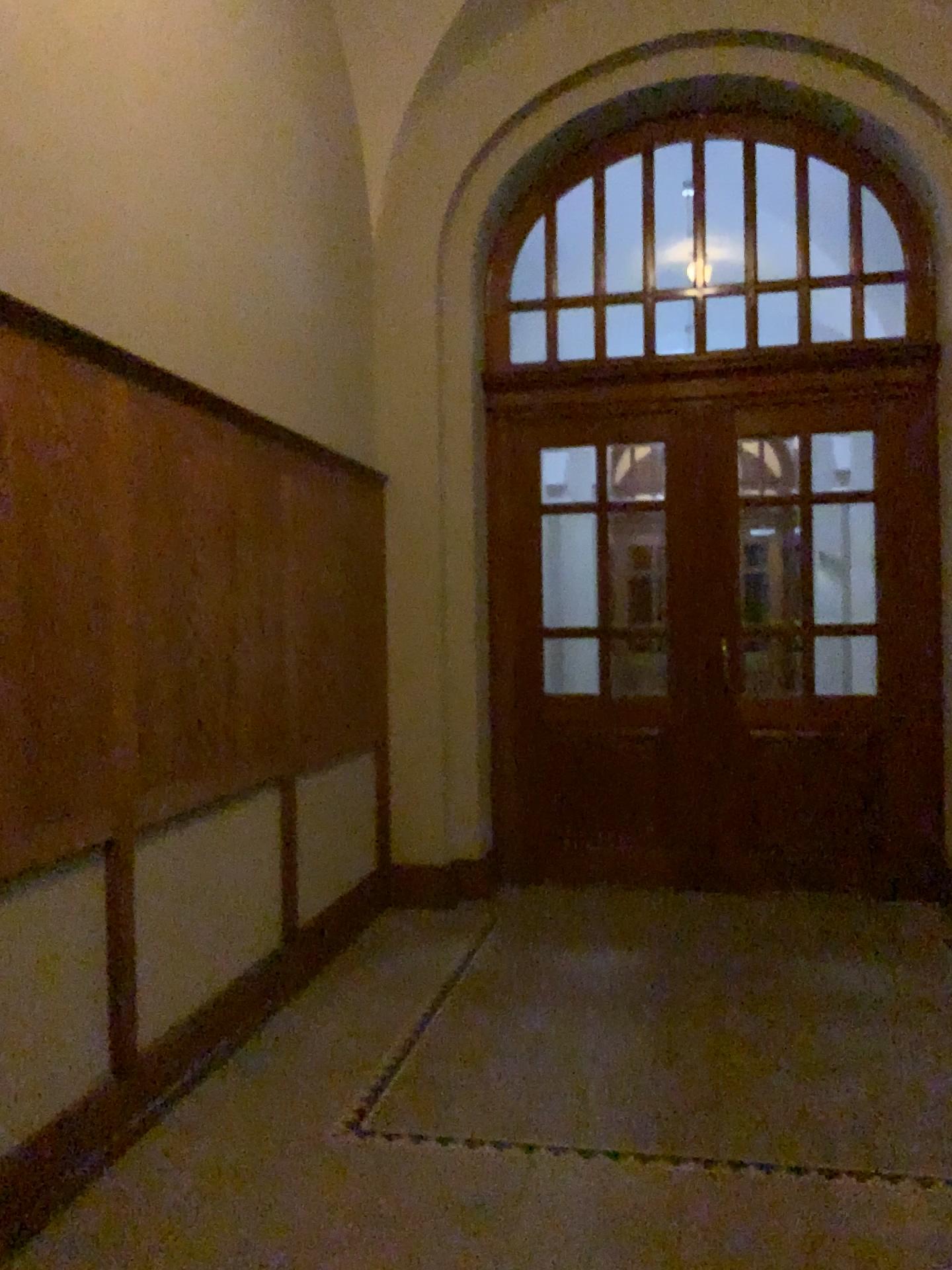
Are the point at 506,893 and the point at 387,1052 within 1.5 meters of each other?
no
